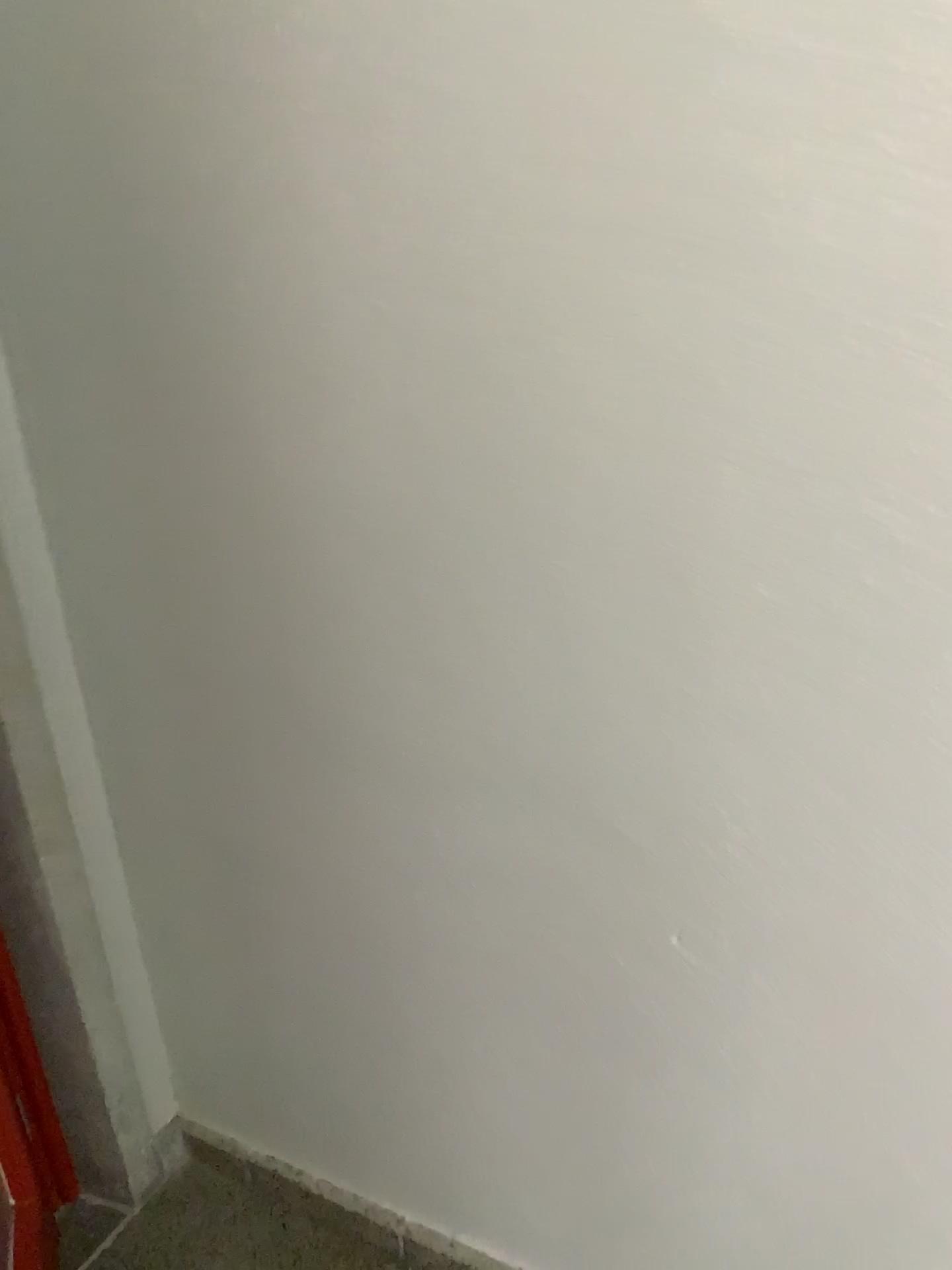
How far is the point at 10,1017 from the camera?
1.6m

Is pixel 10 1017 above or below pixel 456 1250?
above

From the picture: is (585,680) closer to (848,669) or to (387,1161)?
(848,669)

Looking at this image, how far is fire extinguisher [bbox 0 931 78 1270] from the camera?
1.6 meters
